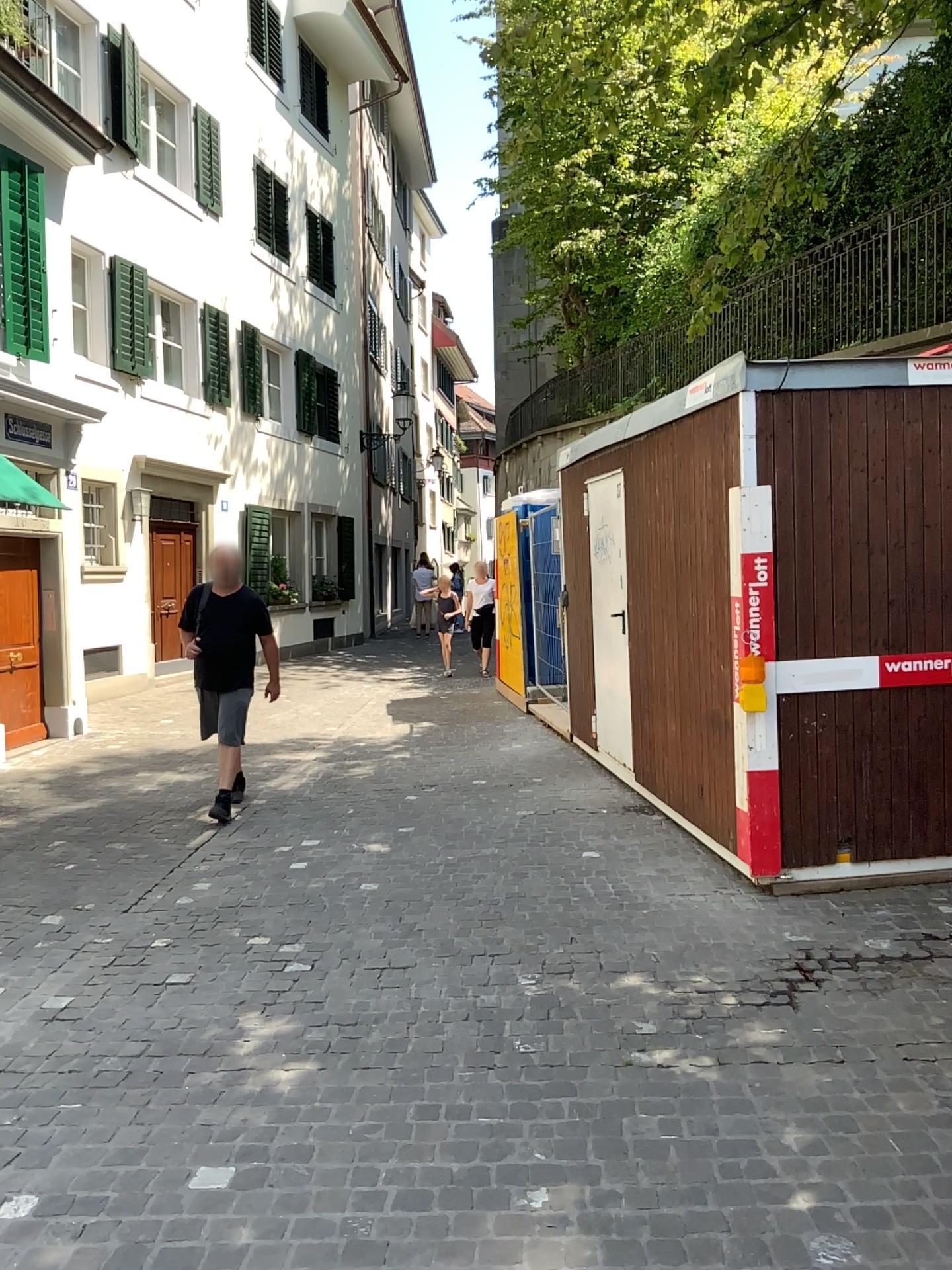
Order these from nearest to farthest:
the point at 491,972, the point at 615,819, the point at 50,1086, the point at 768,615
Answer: the point at 50,1086, the point at 491,972, the point at 768,615, the point at 615,819
